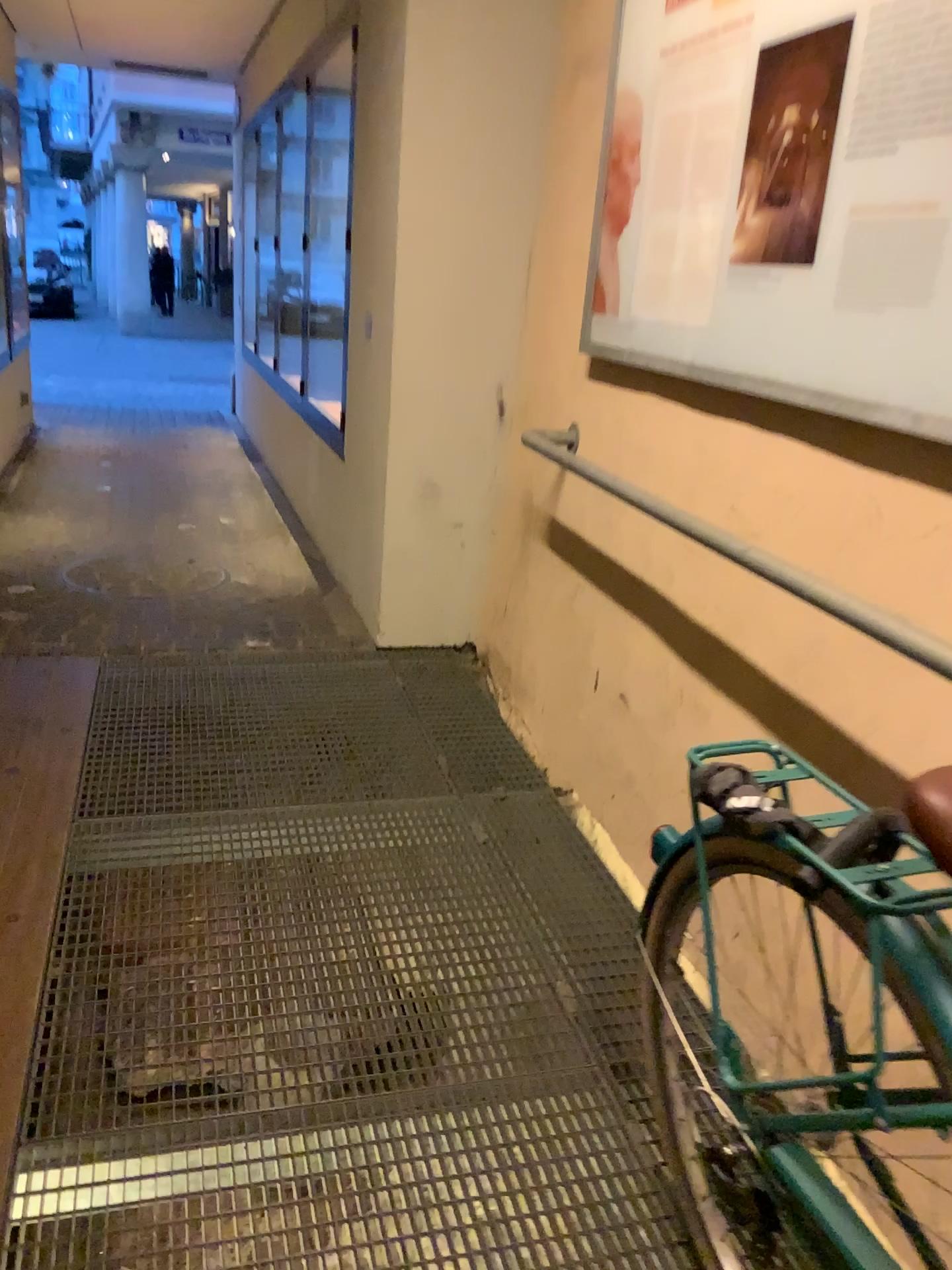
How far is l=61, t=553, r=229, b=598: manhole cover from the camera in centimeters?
416cm

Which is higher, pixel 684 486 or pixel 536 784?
pixel 684 486

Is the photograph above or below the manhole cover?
above

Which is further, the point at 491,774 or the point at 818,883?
the point at 491,774

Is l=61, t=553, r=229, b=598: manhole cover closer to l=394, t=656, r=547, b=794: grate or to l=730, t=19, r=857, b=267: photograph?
l=394, t=656, r=547, b=794: grate

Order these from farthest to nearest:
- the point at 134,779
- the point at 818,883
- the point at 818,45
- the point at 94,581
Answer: the point at 94,581
the point at 134,779
the point at 818,45
the point at 818,883

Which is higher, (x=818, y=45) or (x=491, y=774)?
(x=818, y=45)

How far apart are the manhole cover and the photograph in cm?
275

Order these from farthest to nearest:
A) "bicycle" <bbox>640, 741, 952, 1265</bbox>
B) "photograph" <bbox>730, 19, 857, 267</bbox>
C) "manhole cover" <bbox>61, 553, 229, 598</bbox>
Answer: "manhole cover" <bbox>61, 553, 229, 598</bbox> < "photograph" <bbox>730, 19, 857, 267</bbox> < "bicycle" <bbox>640, 741, 952, 1265</bbox>

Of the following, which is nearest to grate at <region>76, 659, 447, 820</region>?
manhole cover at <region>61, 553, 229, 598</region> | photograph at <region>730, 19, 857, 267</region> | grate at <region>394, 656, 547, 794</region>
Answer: grate at <region>394, 656, 547, 794</region>
